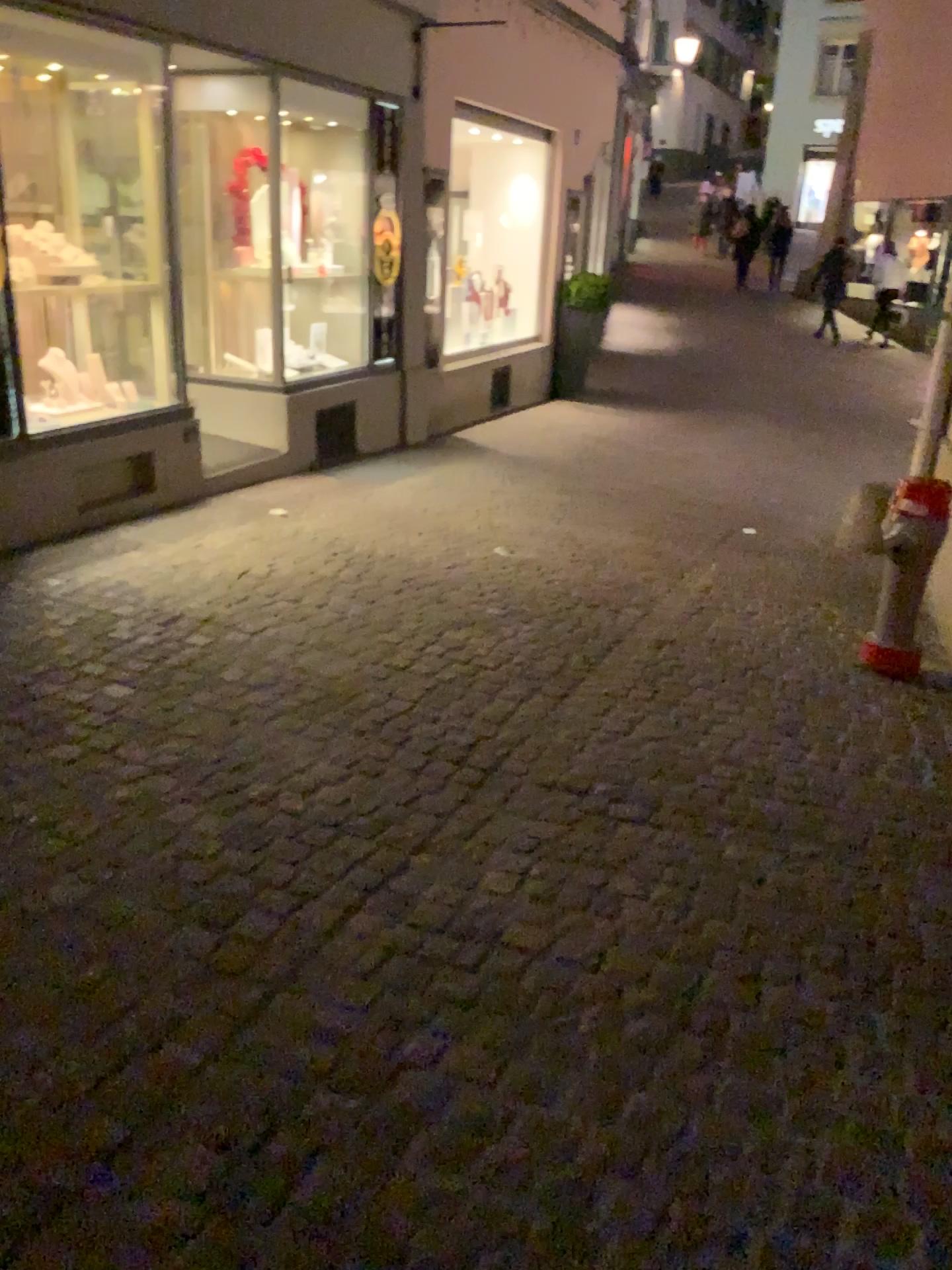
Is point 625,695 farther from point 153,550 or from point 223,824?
point 153,550
